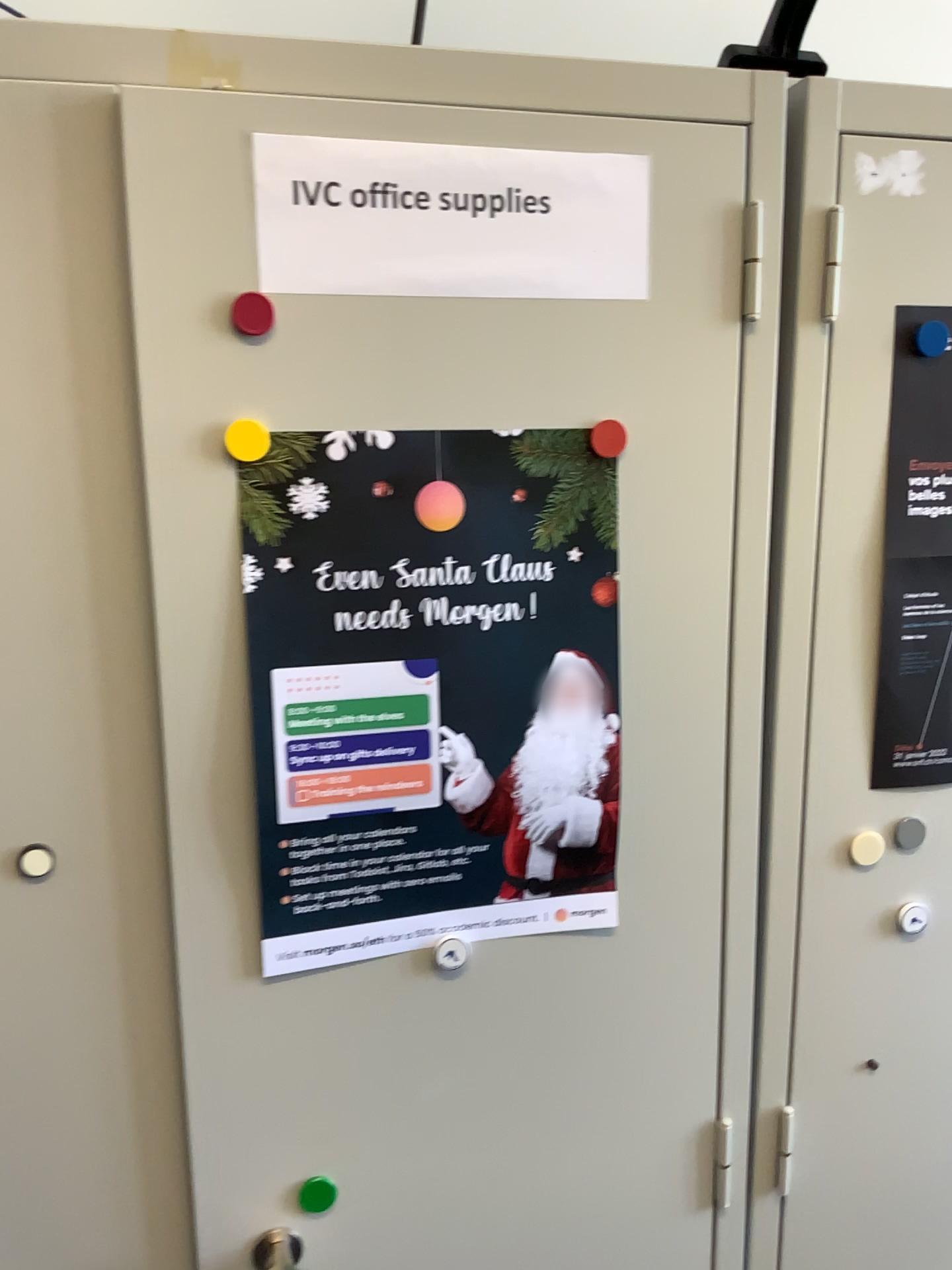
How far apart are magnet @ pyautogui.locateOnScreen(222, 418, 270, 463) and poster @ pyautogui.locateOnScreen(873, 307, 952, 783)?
0.5 meters

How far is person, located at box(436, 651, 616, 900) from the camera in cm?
85

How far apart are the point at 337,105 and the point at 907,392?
0.5 meters

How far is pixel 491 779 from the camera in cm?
85

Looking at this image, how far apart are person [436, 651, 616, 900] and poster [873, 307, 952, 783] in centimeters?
26cm

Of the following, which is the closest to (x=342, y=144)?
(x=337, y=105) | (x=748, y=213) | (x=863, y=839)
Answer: (x=337, y=105)

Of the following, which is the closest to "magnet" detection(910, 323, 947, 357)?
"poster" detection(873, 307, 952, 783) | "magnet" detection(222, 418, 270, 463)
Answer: "poster" detection(873, 307, 952, 783)

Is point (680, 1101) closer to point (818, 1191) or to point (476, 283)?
point (818, 1191)

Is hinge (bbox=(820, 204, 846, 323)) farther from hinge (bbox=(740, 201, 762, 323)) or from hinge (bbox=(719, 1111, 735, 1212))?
hinge (bbox=(719, 1111, 735, 1212))

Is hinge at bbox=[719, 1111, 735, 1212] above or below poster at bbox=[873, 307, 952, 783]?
below
